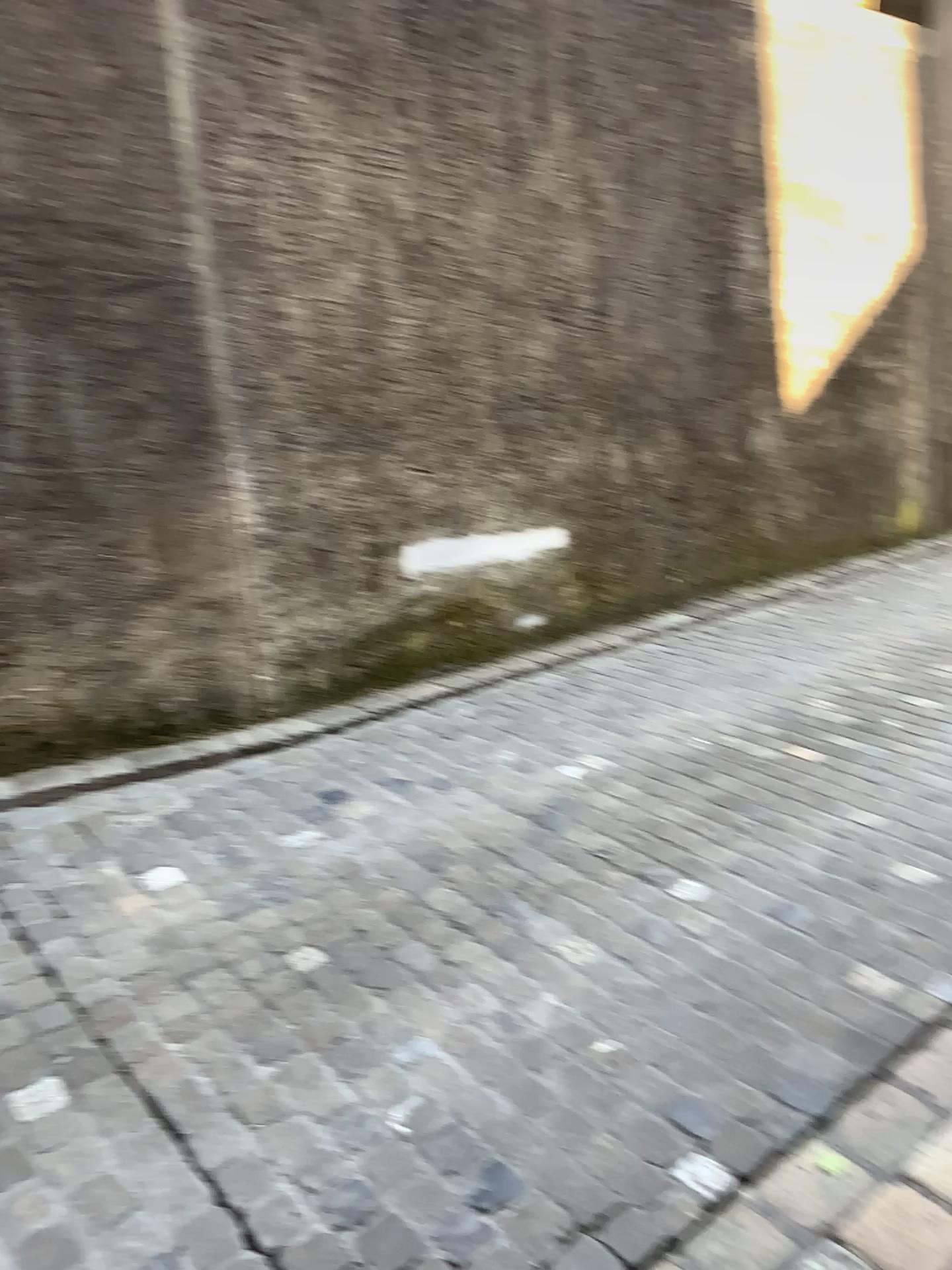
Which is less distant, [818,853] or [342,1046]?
[342,1046]
